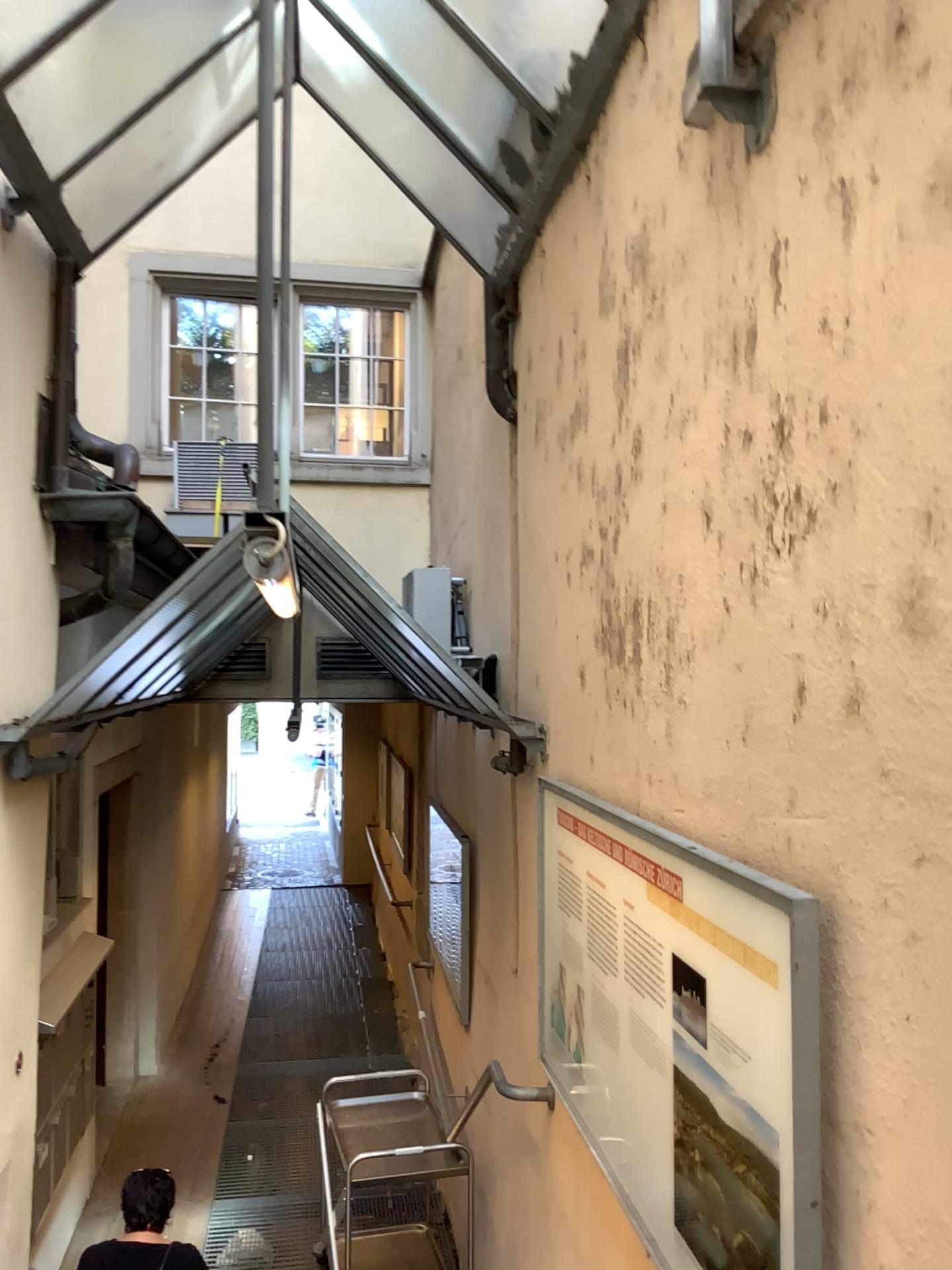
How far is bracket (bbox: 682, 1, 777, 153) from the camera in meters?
1.8 m

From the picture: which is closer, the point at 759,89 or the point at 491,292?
the point at 759,89

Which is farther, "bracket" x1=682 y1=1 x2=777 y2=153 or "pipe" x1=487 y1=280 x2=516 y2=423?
"pipe" x1=487 y1=280 x2=516 y2=423

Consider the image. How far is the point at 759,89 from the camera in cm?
180

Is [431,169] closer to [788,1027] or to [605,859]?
[605,859]

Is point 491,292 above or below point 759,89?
above
